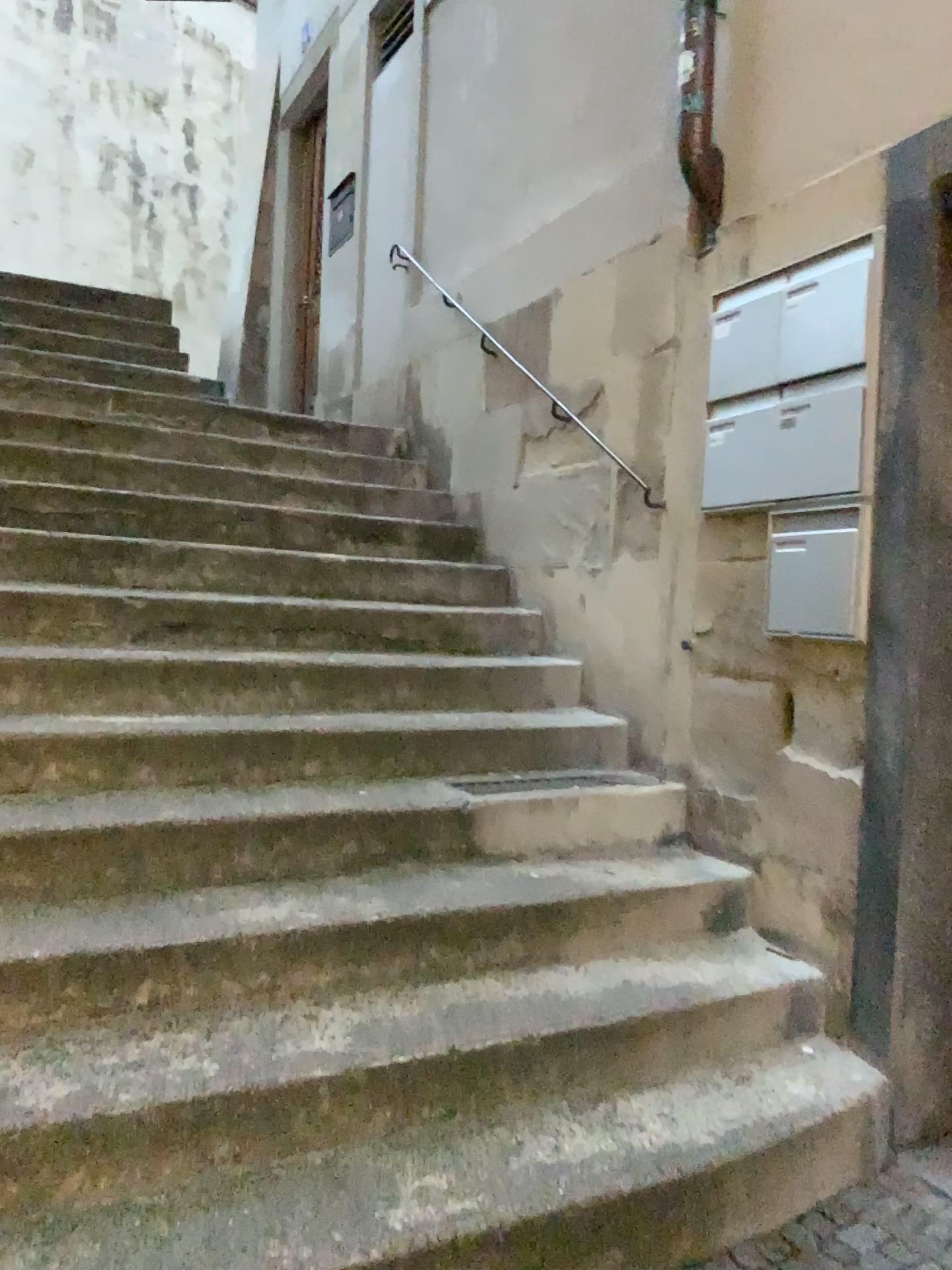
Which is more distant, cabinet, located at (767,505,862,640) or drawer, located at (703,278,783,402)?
drawer, located at (703,278,783,402)

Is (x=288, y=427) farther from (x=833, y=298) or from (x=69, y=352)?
(x=833, y=298)

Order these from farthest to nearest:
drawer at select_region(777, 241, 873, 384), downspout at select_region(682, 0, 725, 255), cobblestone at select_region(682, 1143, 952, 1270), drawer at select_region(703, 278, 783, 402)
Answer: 1. downspout at select_region(682, 0, 725, 255)
2. drawer at select_region(703, 278, 783, 402)
3. drawer at select_region(777, 241, 873, 384)
4. cobblestone at select_region(682, 1143, 952, 1270)

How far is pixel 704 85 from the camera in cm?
311

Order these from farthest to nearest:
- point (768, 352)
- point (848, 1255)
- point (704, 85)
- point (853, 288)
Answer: point (704, 85), point (768, 352), point (853, 288), point (848, 1255)

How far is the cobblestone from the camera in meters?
2.0 m

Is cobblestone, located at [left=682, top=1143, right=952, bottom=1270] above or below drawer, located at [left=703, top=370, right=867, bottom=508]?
below

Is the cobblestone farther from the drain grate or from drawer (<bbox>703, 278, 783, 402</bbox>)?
drawer (<bbox>703, 278, 783, 402</bbox>)

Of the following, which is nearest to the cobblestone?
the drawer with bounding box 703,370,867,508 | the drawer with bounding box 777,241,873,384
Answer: the drawer with bounding box 703,370,867,508

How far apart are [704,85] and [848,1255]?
3.0m
